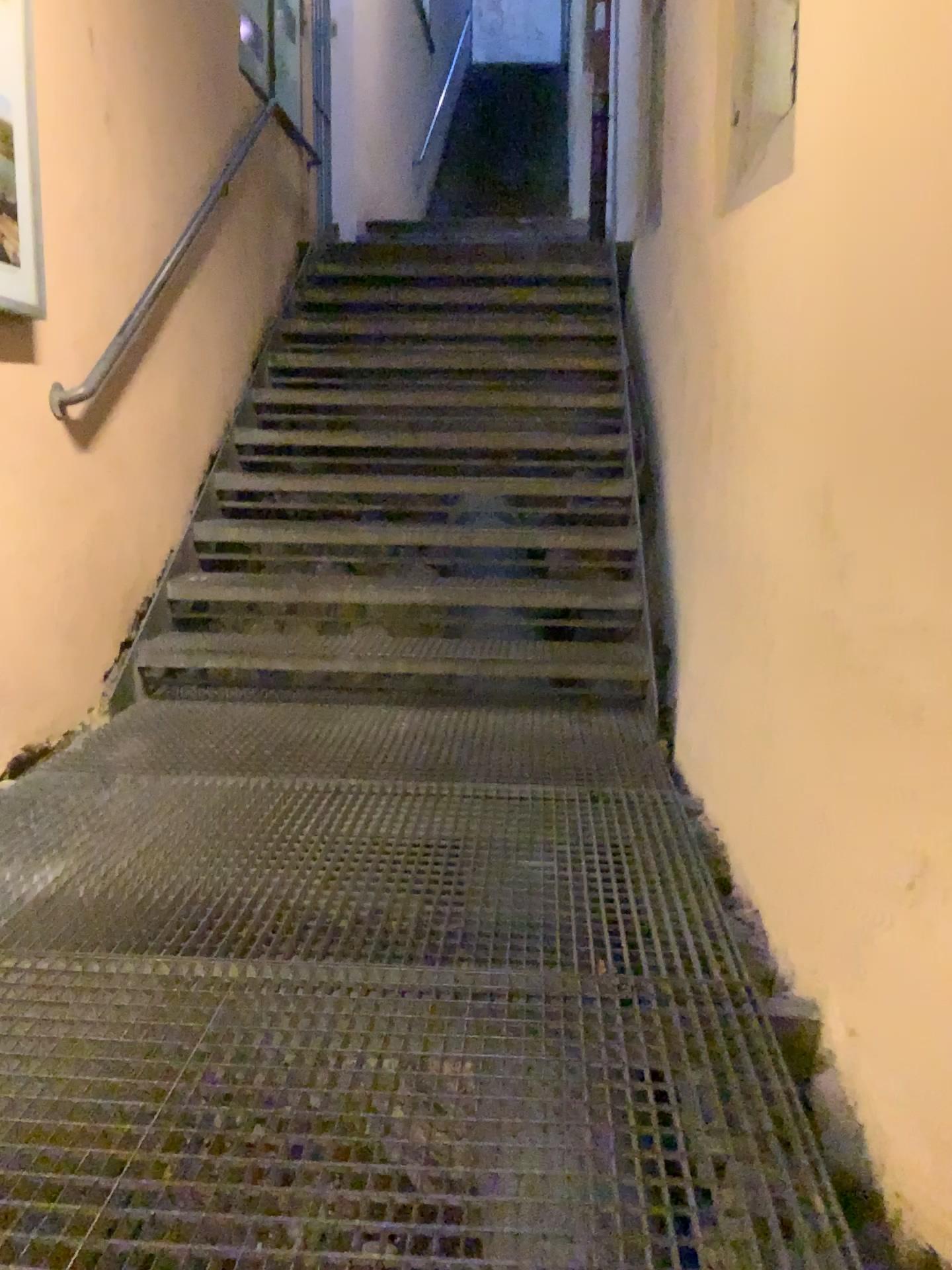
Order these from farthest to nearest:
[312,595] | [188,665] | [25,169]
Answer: [312,595]
[188,665]
[25,169]

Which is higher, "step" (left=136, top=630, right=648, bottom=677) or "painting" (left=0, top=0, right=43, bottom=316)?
"painting" (left=0, top=0, right=43, bottom=316)

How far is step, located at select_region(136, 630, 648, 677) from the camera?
3.3m

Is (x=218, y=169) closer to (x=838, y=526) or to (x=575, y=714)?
(x=575, y=714)

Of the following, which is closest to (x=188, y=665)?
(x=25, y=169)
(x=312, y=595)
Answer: (x=312, y=595)

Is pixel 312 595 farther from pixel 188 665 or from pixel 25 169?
pixel 25 169

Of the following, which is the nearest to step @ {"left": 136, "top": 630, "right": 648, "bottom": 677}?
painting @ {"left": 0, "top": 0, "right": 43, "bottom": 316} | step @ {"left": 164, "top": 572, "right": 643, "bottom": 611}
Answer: step @ {"left": 164, "top": 572, "right": 643, "bottom": 611}

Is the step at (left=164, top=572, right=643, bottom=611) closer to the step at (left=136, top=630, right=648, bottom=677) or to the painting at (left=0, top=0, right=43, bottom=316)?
the step at (left=136, top=630, right=648, bottom=677)

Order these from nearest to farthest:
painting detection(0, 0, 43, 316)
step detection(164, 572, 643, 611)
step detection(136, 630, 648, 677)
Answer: painting detection(0, 0, 43, 316), step detection(136, 630, 648, 677), step detection(164, 572, 643, 611)

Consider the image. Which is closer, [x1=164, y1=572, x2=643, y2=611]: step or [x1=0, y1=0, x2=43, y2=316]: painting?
[x1=0, y1=0, x2=43, y2=316]: painting
